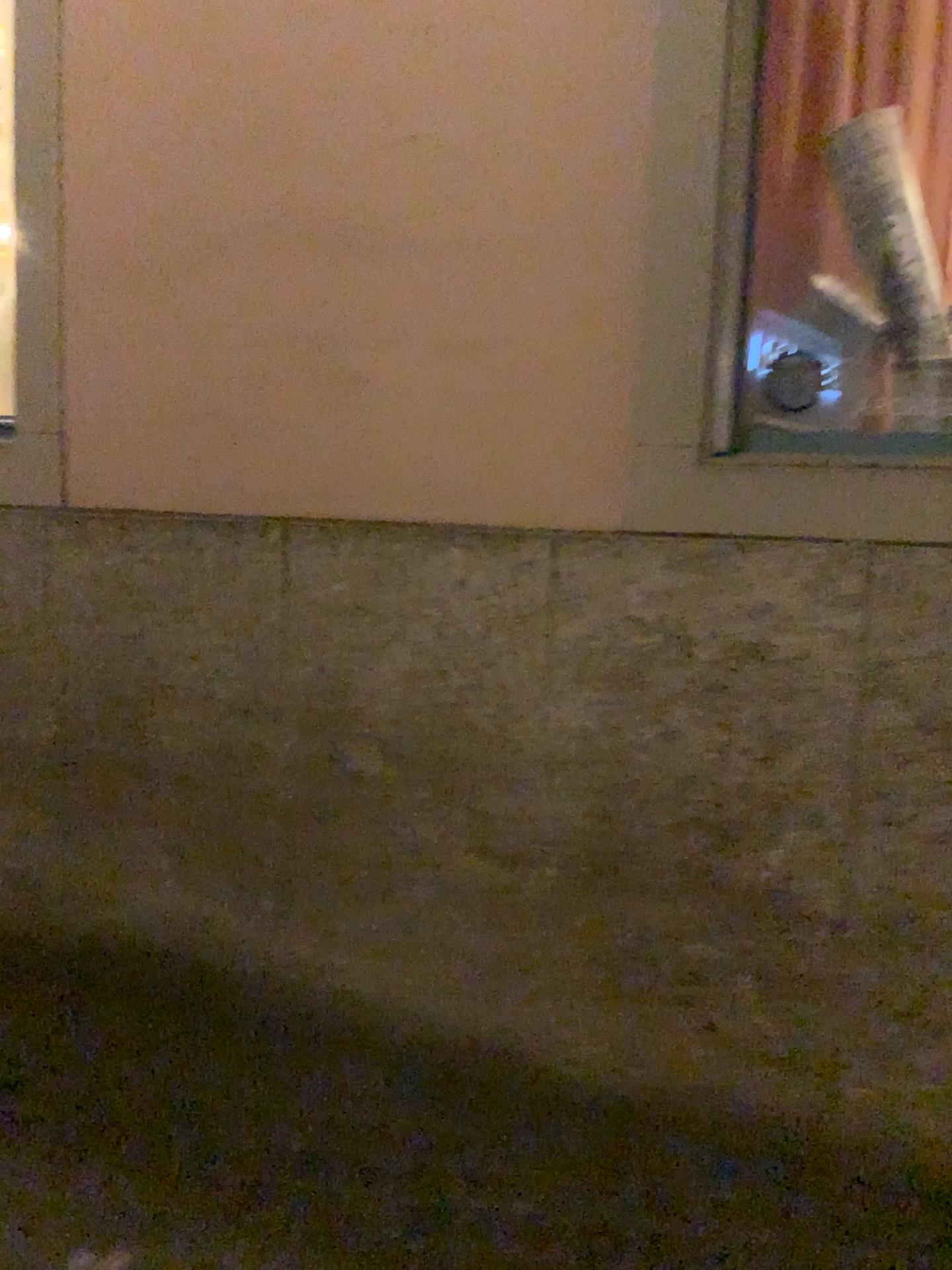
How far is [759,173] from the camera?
2.2 meters

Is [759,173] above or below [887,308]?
above

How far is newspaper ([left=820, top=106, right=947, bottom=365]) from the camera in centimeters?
226cm

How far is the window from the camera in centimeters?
221cm

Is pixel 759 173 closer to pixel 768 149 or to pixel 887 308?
pixel 768 149

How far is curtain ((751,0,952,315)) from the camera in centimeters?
223cm

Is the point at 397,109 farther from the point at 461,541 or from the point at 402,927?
the point at 402,927
